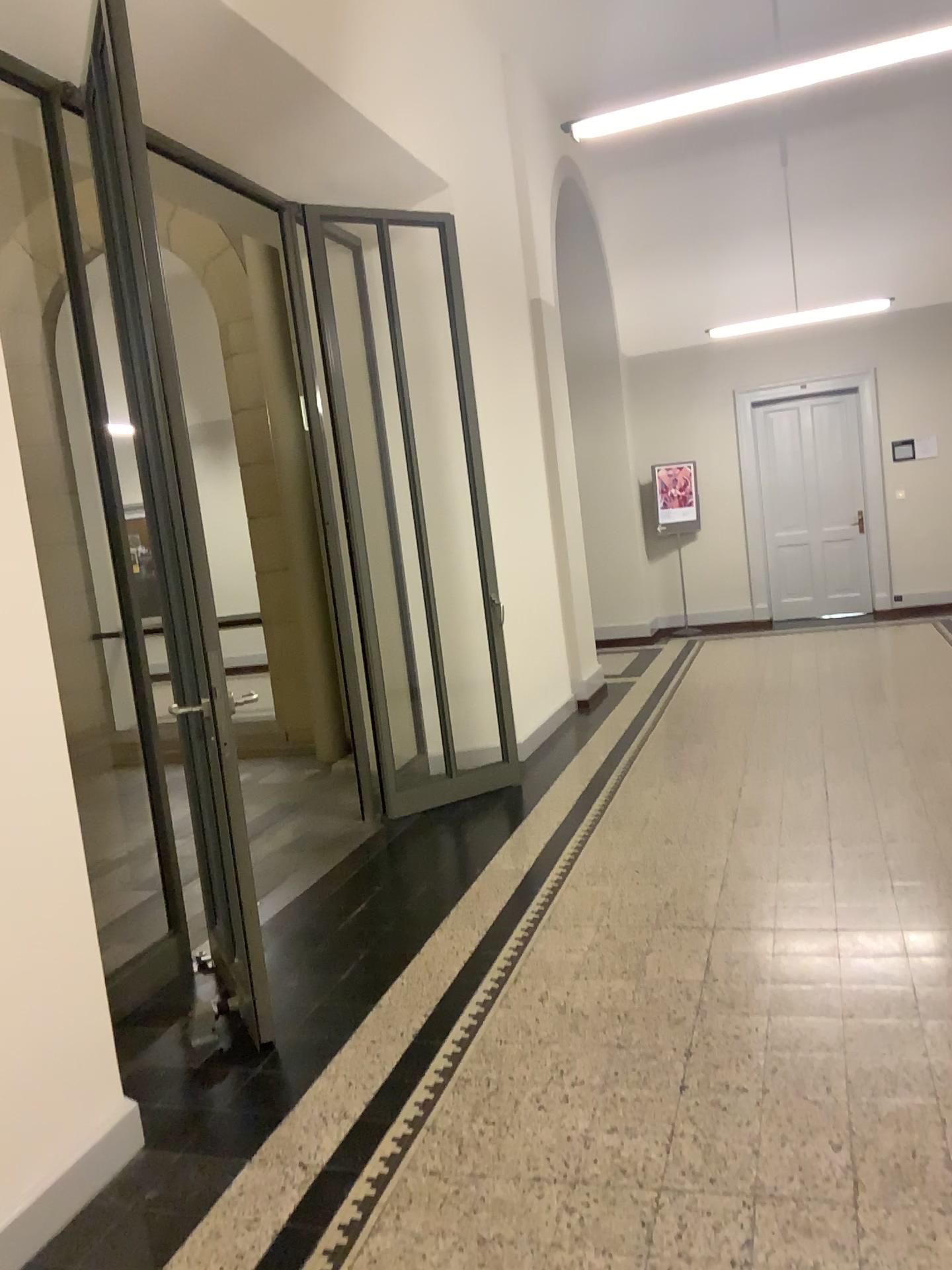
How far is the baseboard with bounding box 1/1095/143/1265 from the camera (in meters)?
2.31

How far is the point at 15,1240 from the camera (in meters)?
2.31

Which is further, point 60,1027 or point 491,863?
point 491,863
